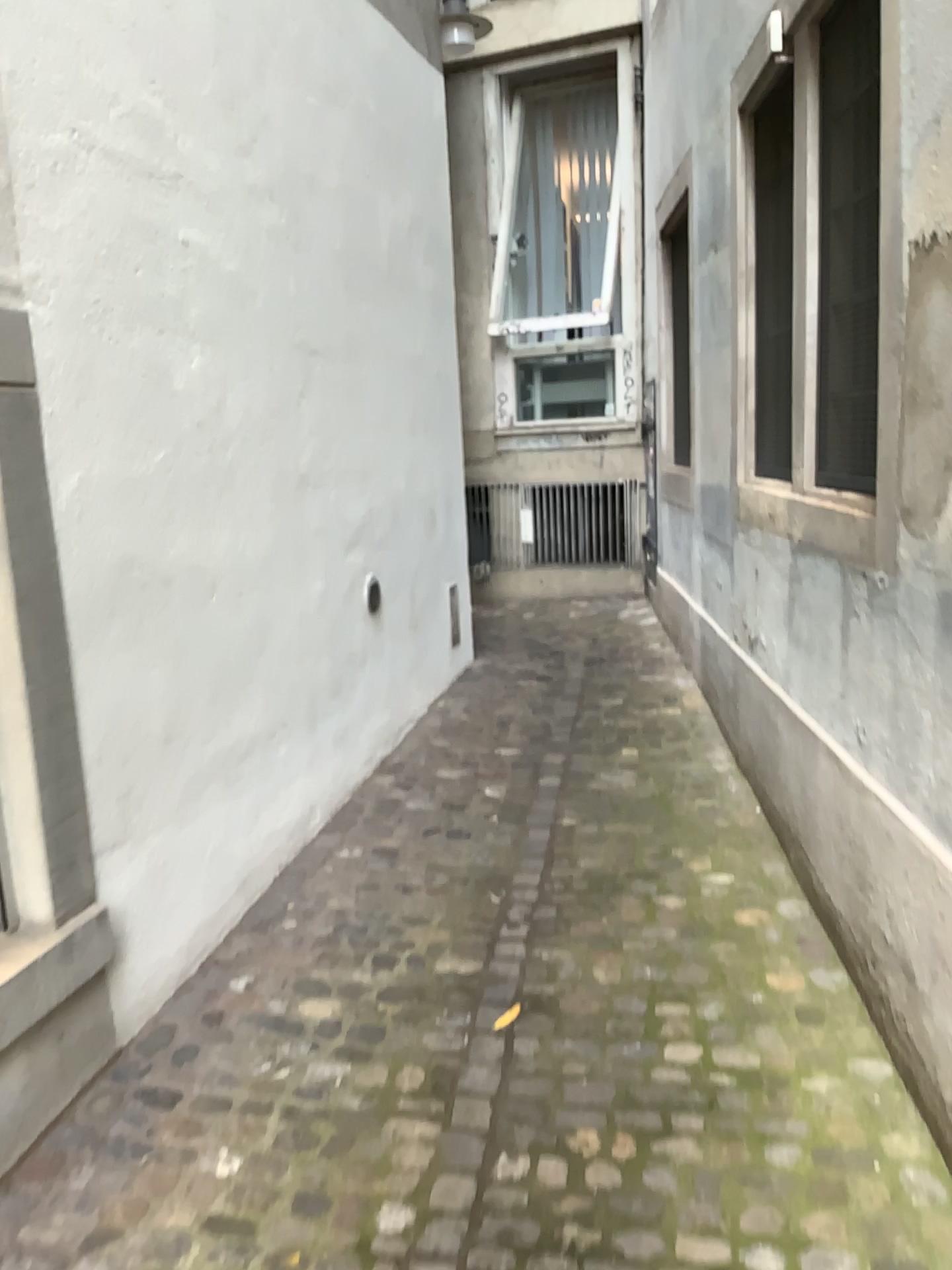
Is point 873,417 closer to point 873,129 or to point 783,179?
point 873,129

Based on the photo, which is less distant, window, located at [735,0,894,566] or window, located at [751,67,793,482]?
window, located at [735,0,894,566]

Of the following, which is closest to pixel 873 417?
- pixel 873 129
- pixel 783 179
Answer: pixel 873 129

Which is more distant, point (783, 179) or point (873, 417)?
point (783, 179)

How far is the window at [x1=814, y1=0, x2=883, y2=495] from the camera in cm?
264

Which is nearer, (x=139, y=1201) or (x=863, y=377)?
(x=139, y=1201)

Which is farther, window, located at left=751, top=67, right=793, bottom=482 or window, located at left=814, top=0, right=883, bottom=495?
window, located at left=751, top=67, right=793, bottom=482
